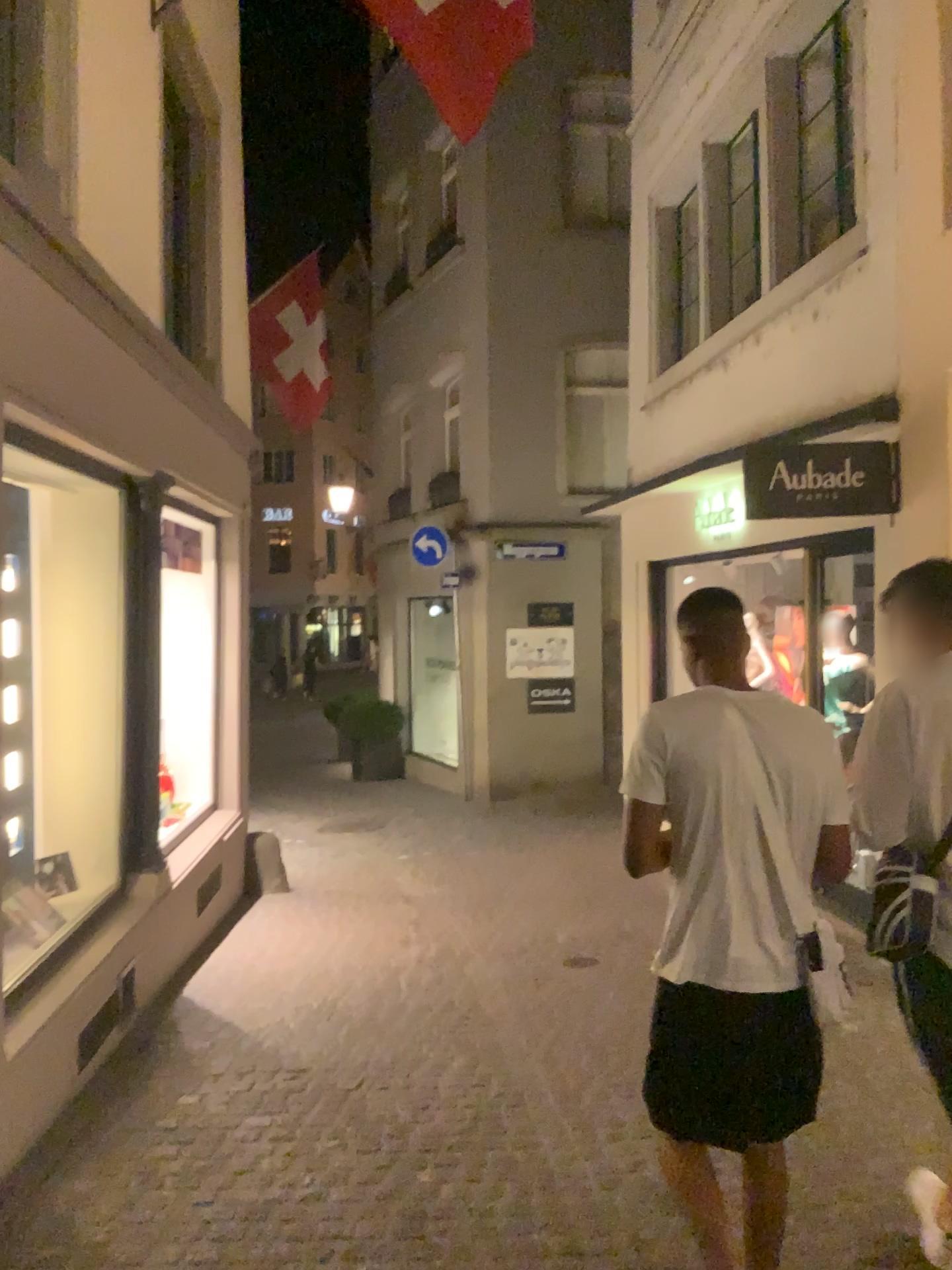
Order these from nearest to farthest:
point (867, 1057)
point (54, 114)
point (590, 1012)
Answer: point (54, 114), point (867, 1057), point (590, 1012)

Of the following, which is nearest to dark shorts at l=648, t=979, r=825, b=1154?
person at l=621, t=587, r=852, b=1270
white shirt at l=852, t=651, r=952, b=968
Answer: person at l=621, t=587, r=852, b=1270

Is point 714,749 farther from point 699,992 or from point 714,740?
point 699,992

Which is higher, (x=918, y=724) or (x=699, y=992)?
(x=918, y=724)

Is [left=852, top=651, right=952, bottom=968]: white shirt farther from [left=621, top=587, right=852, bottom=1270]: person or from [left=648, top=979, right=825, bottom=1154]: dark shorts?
[left=648, top=979, right=825, bottom=1154]: dark shorts

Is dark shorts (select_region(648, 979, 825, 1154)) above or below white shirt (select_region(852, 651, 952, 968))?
below

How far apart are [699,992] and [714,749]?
0.55m

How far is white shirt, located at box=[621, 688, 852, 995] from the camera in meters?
2.3

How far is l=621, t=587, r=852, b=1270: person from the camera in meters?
2.3
